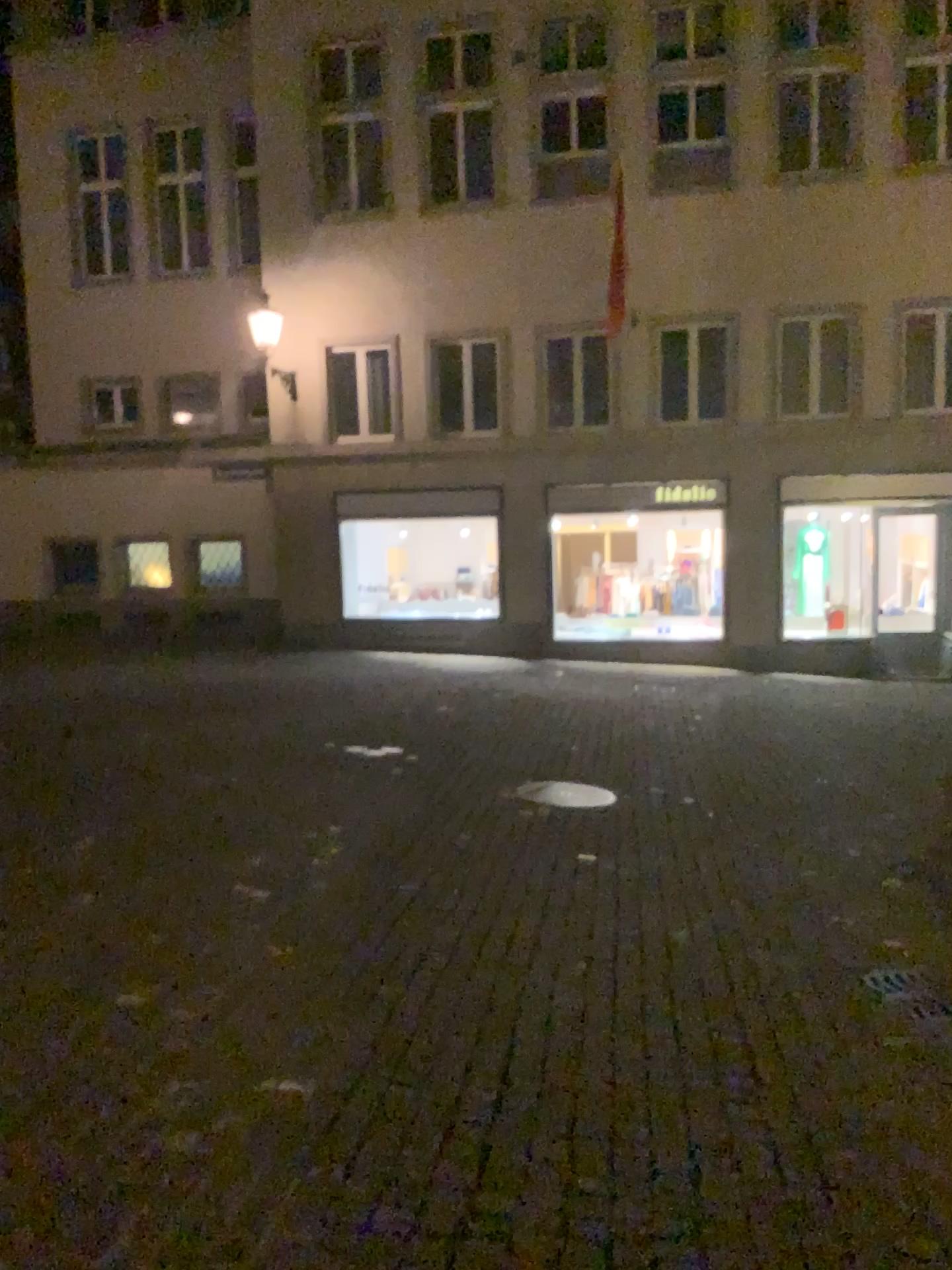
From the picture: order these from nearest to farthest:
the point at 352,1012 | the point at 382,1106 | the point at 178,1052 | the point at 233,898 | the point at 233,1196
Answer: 1. the point at 233,1196
2. the point at 382,1106
3. the point at 178,1052
4. the point at 352,1012
5. the point at 233,898
